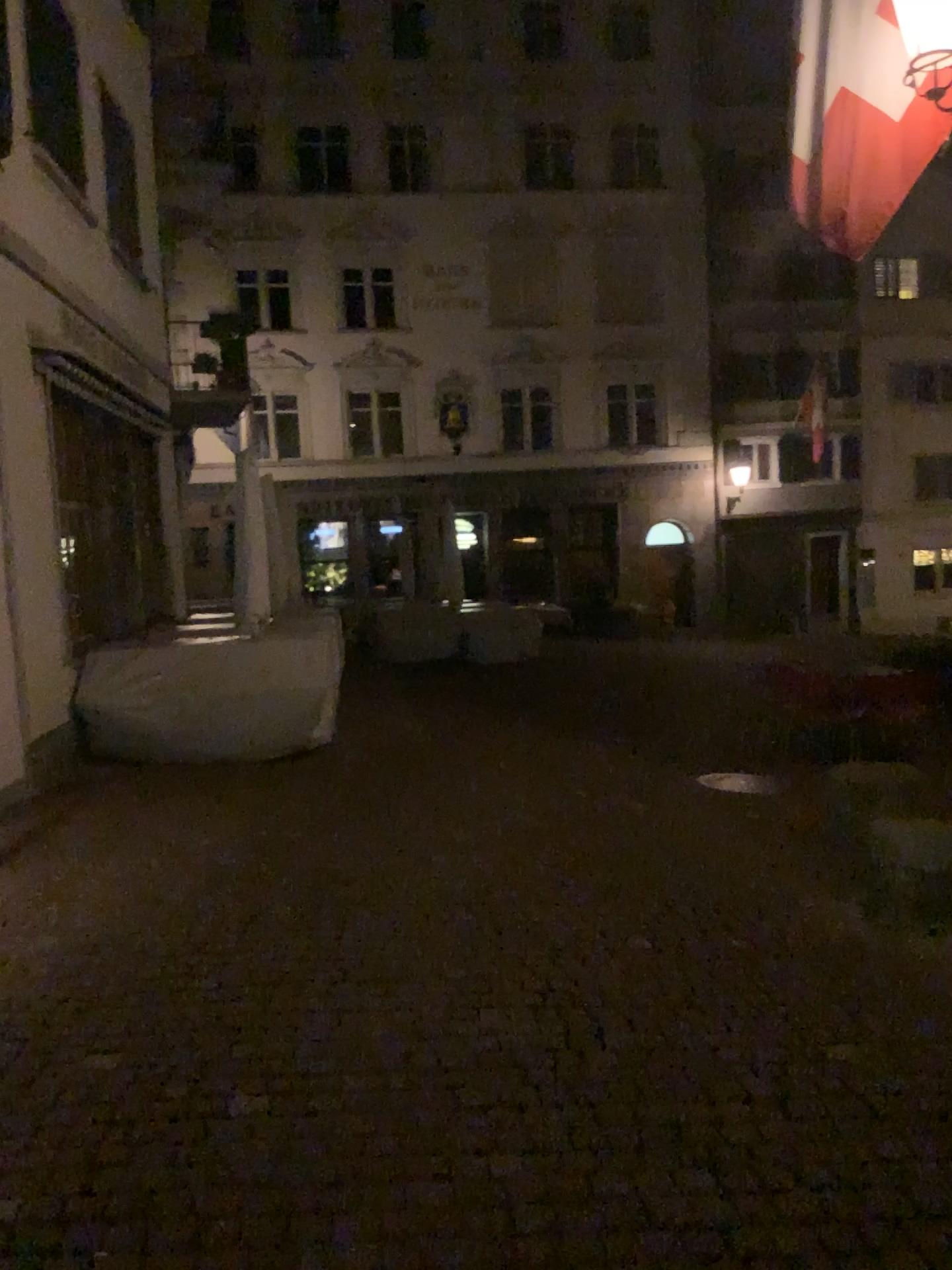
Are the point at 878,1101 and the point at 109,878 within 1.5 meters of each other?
no
